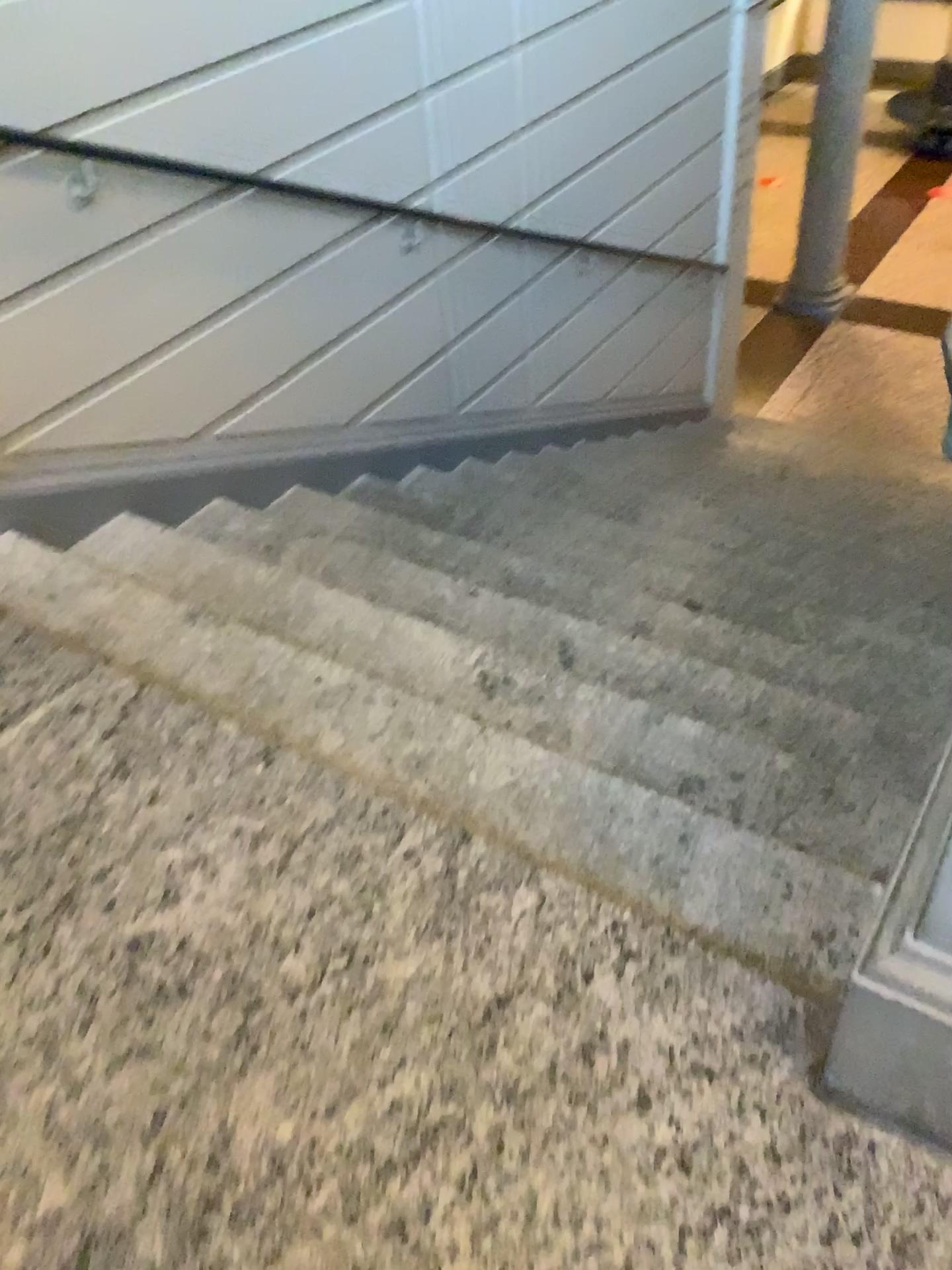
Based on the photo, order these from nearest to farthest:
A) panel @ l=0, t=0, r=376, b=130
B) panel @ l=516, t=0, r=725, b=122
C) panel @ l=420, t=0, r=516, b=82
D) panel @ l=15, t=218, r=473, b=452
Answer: panel @ l=0, t=0, r=376, b=130 < panel @ l=15, t=218, r=473, b=452 < panel @ l=420, t=0, r=516, b=82 < panel @ l=516, t=0, r=725, b=122

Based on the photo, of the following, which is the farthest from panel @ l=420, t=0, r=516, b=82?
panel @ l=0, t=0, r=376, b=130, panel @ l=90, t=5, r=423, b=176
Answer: panel @ l=0, t=0, r=376, b=130

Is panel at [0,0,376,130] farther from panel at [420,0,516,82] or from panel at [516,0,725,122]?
panel at [516,0,725,122]

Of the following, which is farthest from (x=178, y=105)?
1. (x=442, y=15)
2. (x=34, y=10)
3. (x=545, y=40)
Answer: (x=545, y=40)

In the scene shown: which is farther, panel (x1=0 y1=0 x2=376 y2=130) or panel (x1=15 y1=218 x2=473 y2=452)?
panel (x1=15 y1=218 x2=473 y2=452)

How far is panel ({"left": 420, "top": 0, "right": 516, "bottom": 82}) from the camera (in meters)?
3.58

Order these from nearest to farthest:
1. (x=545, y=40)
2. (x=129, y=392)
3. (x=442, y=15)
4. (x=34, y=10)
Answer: (x=34, y=10) → (x=129, y=392) → (x=442, y=15) → (x=545, y=40)

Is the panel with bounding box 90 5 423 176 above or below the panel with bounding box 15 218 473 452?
above

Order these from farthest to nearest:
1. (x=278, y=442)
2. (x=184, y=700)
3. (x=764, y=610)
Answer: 1. (x=278, y=442)
2. (x=764, y=610)
3. (x=184, y=700)

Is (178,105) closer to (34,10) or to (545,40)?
(34,10)
